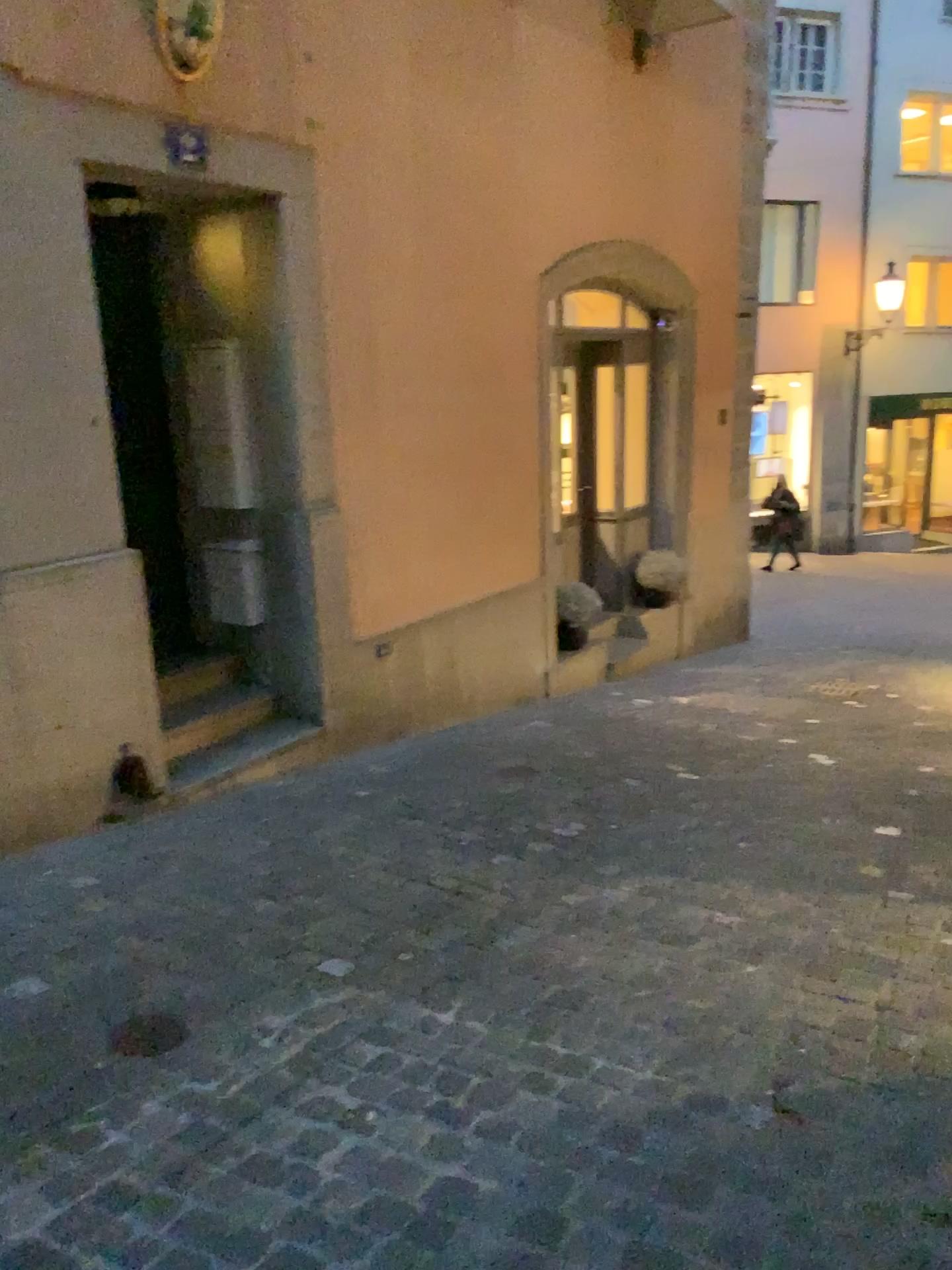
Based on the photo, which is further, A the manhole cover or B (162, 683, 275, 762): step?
B (162, 683, 275, 762): step

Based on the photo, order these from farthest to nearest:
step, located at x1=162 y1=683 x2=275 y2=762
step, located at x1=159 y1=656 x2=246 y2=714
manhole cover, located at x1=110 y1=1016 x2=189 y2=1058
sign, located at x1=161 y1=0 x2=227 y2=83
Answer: step, located at x1=159 y1=656 x2=246 y2=714
step, located at x1=162 y1=683 x2=275 y2=762
sign, located at x1=161 y1=0 x2=227 y2=83
manhole cover, located at x1=110 y1=1016 x2=189 y2=1058

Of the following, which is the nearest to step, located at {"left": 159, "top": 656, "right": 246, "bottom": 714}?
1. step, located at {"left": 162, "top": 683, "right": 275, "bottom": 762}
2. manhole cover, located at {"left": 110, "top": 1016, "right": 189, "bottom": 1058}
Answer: step, located at {"left": 162, "top": 683, "right": 275, "bottom": 762}

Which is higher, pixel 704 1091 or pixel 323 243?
pixel 323 243

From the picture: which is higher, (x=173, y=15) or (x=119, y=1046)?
(x=173, y=15)

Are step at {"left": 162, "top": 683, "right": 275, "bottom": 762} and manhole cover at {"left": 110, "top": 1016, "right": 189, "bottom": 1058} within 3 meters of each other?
yes

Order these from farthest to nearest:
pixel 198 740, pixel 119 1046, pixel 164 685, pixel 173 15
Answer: pixel 164 685 → pixel 198 740 → pixel 173 15 → pixel 119 1046

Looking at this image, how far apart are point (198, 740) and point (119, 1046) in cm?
229

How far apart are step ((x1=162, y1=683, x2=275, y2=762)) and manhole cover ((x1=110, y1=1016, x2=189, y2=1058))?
2.1 meters

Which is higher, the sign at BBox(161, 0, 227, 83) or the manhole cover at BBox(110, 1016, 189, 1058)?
the sign at BBox(161, 0, 227, 83)
